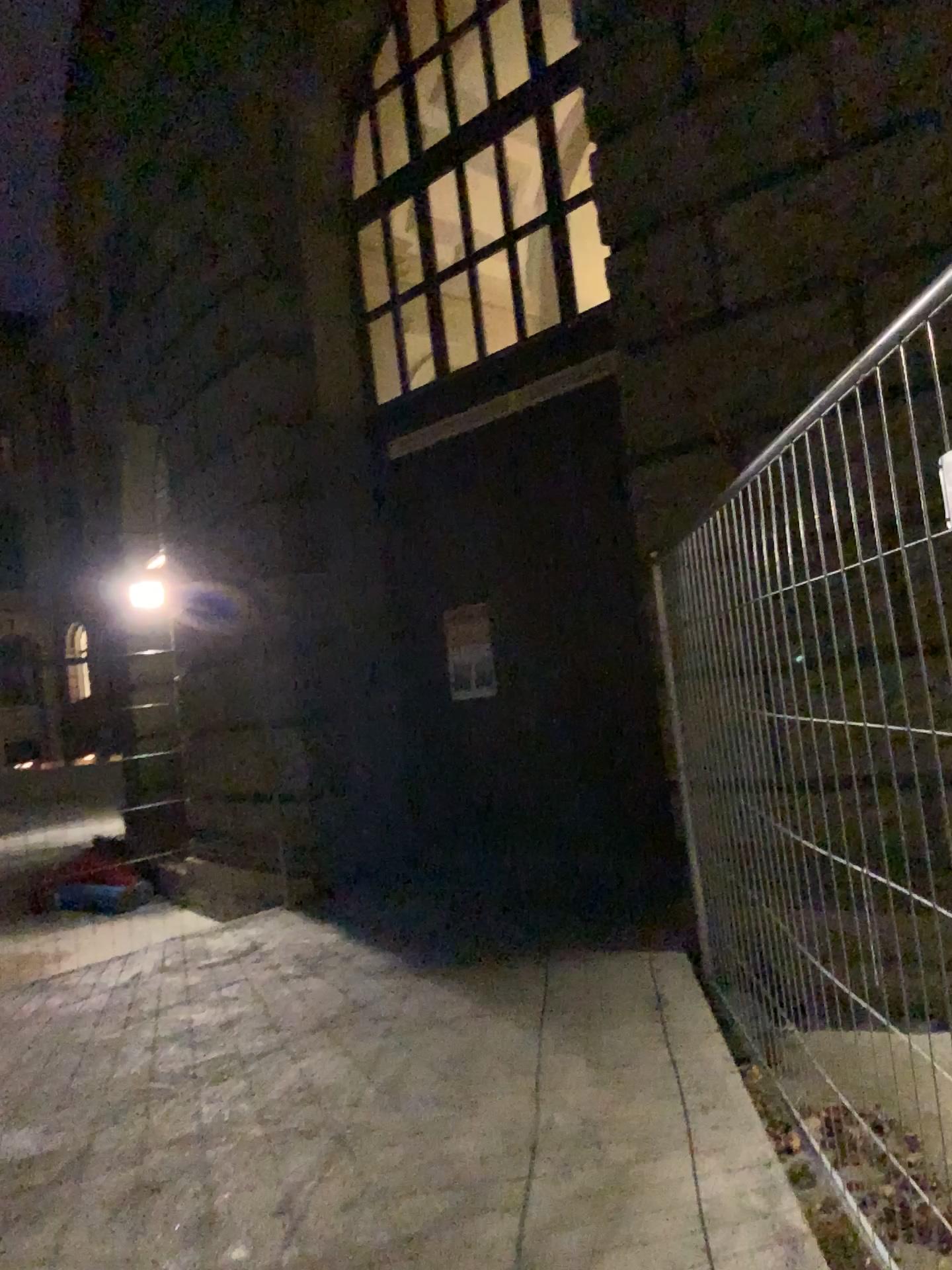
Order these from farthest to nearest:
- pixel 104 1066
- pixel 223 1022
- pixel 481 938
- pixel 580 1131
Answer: pixel 481 938 < pixel 223 1022 < pixel 104 1066 < pixel 580 1131
